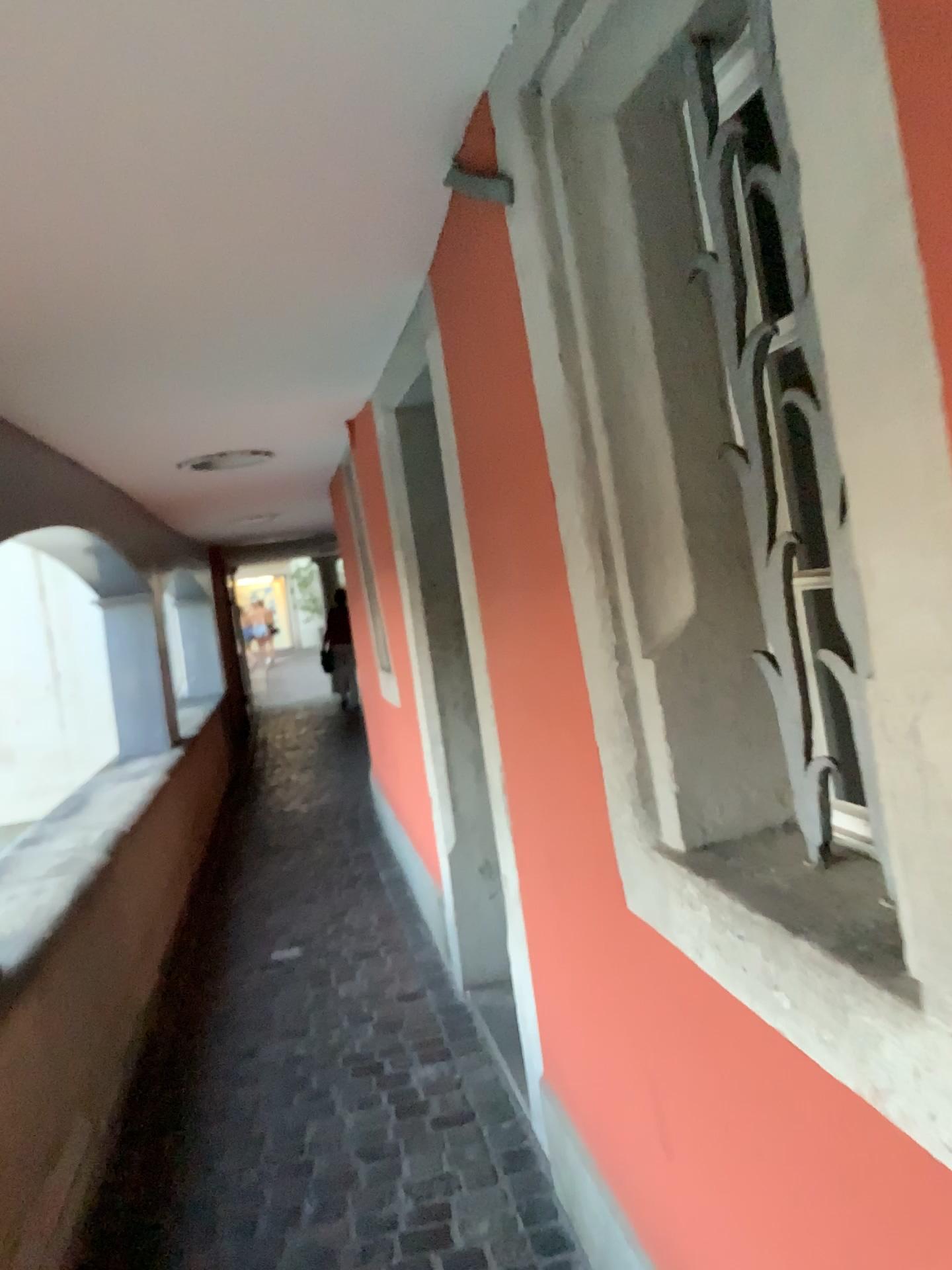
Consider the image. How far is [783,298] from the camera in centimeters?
107cm

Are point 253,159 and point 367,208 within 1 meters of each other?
yes

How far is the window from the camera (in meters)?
1.07
